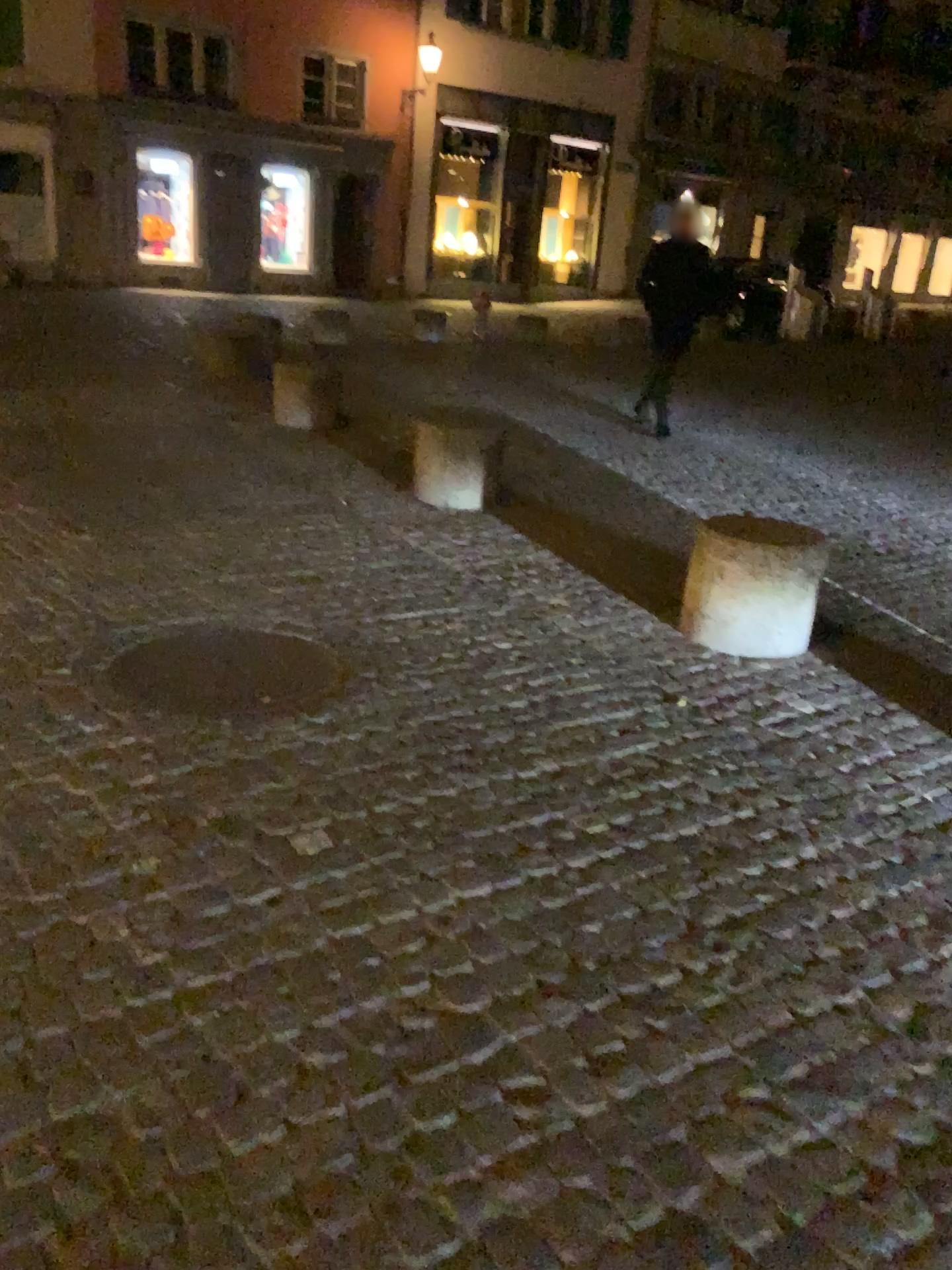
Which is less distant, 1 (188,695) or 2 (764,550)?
1 (188,695)

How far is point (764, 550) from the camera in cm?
385

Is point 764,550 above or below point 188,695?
above

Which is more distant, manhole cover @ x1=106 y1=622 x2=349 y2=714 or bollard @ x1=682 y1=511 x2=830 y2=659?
bollard @ x1=682 y1=511 x2=830 y2=659

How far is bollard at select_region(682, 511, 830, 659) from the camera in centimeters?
385cm

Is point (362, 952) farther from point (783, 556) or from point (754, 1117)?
point (783, 556)
